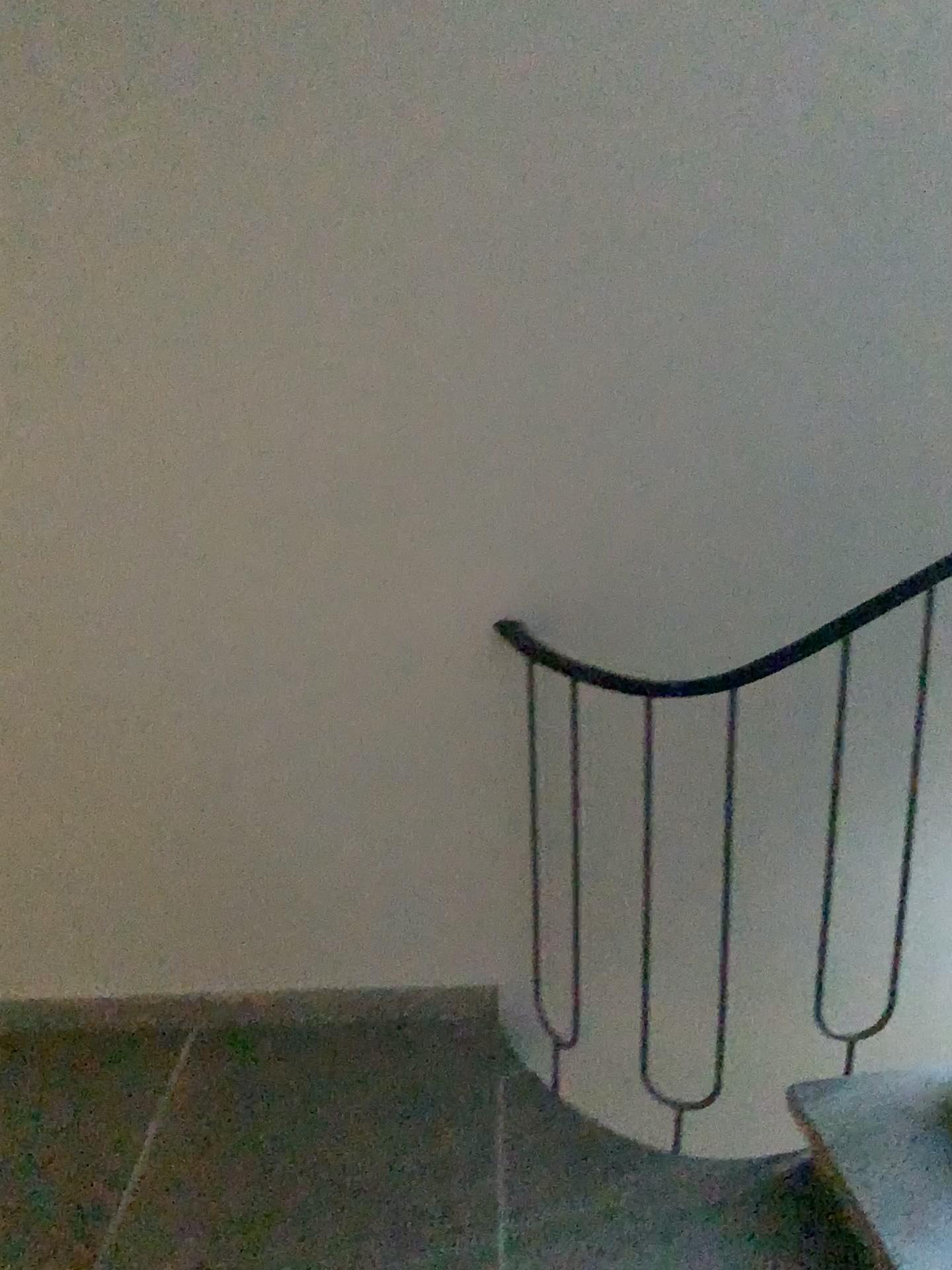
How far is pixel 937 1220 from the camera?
1.62m

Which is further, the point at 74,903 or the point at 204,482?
the point at 74,903

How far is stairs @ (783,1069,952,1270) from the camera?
1.62m
